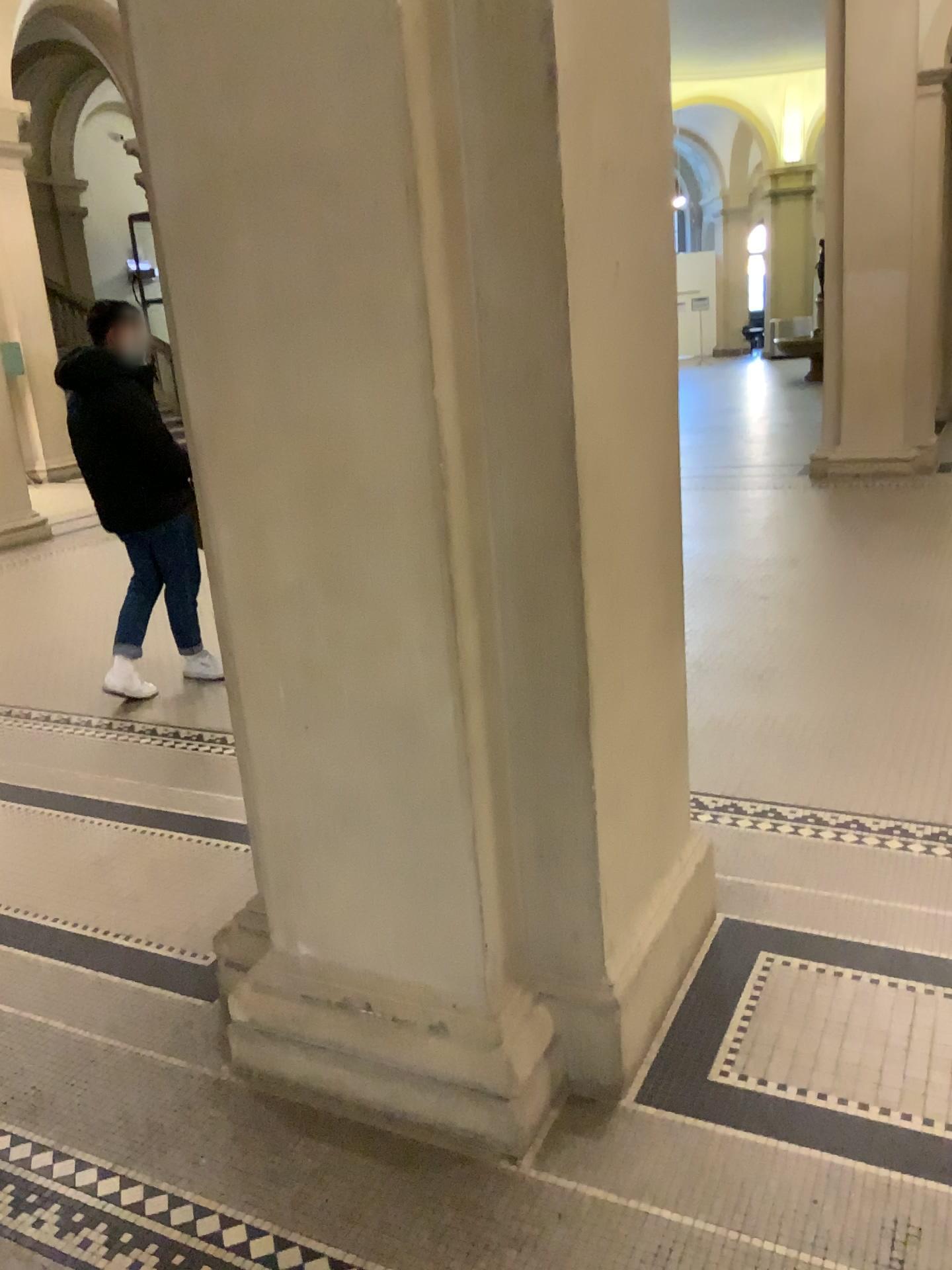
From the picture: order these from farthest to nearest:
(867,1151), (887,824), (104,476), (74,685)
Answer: (74,685)
(104,476)
(887,824)
(867,1151)
